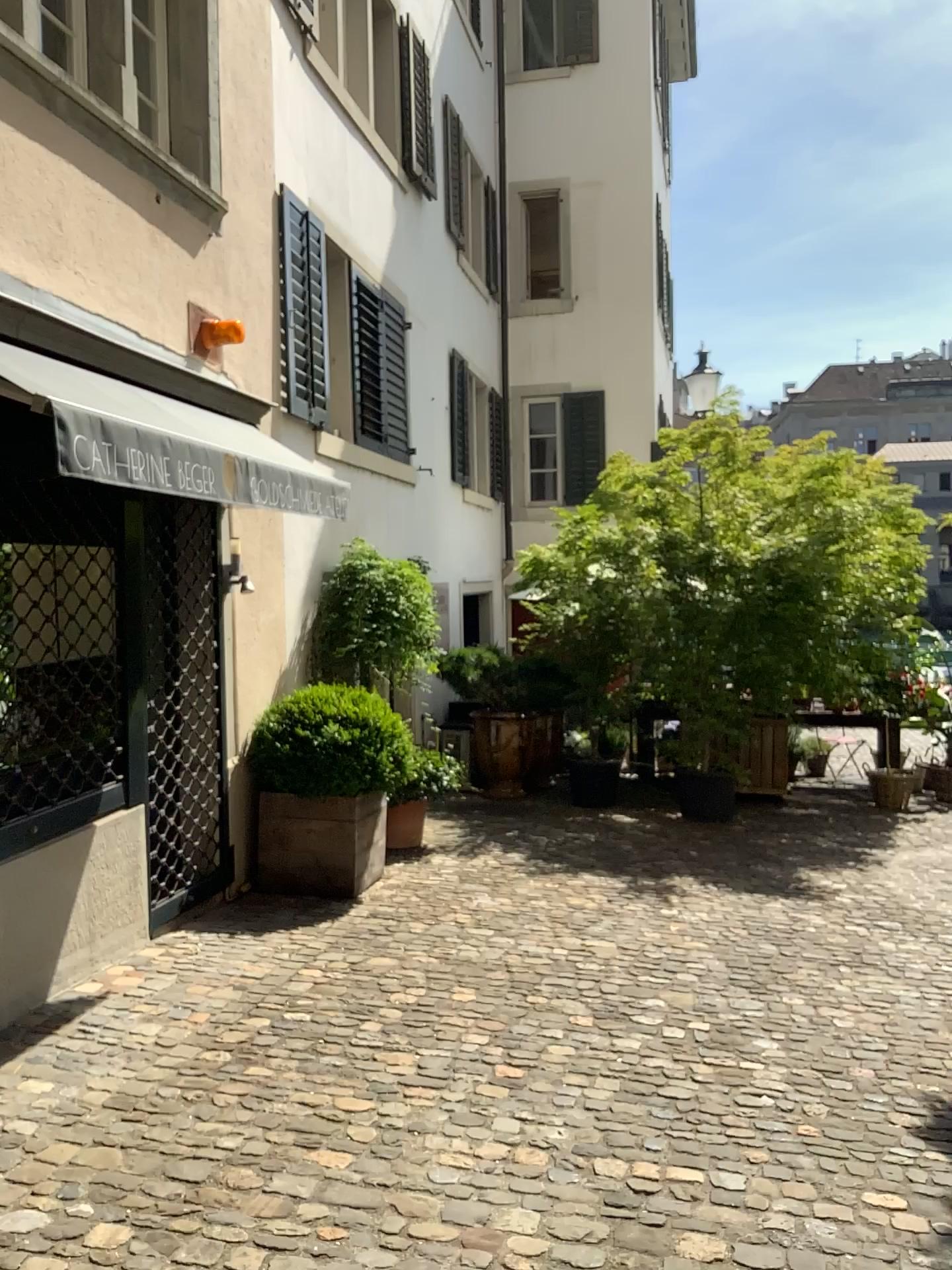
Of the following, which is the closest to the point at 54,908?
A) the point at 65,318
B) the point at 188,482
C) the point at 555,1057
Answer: the point at 188,482
